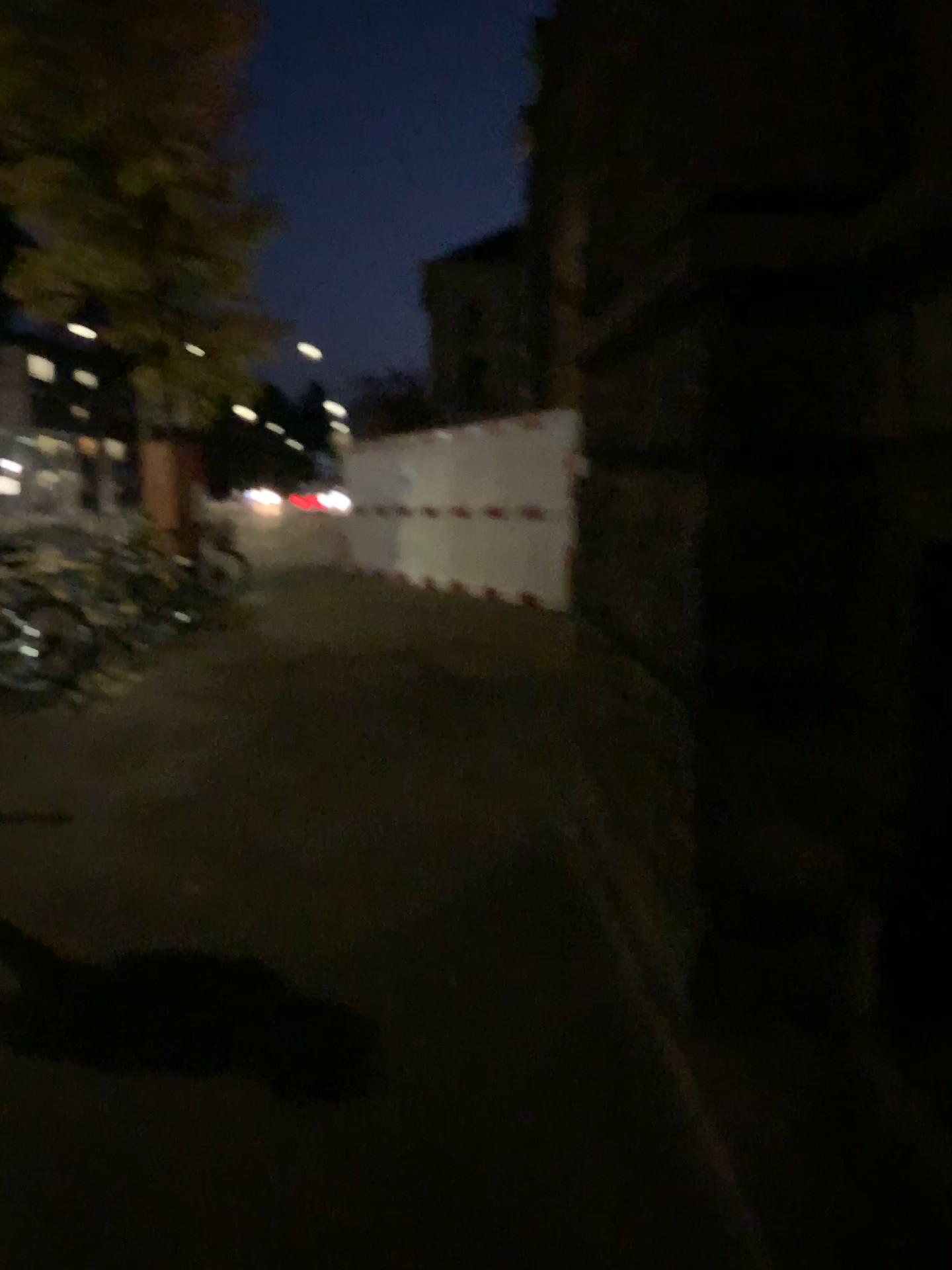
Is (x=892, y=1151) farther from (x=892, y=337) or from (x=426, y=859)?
(x=426, y=859)
